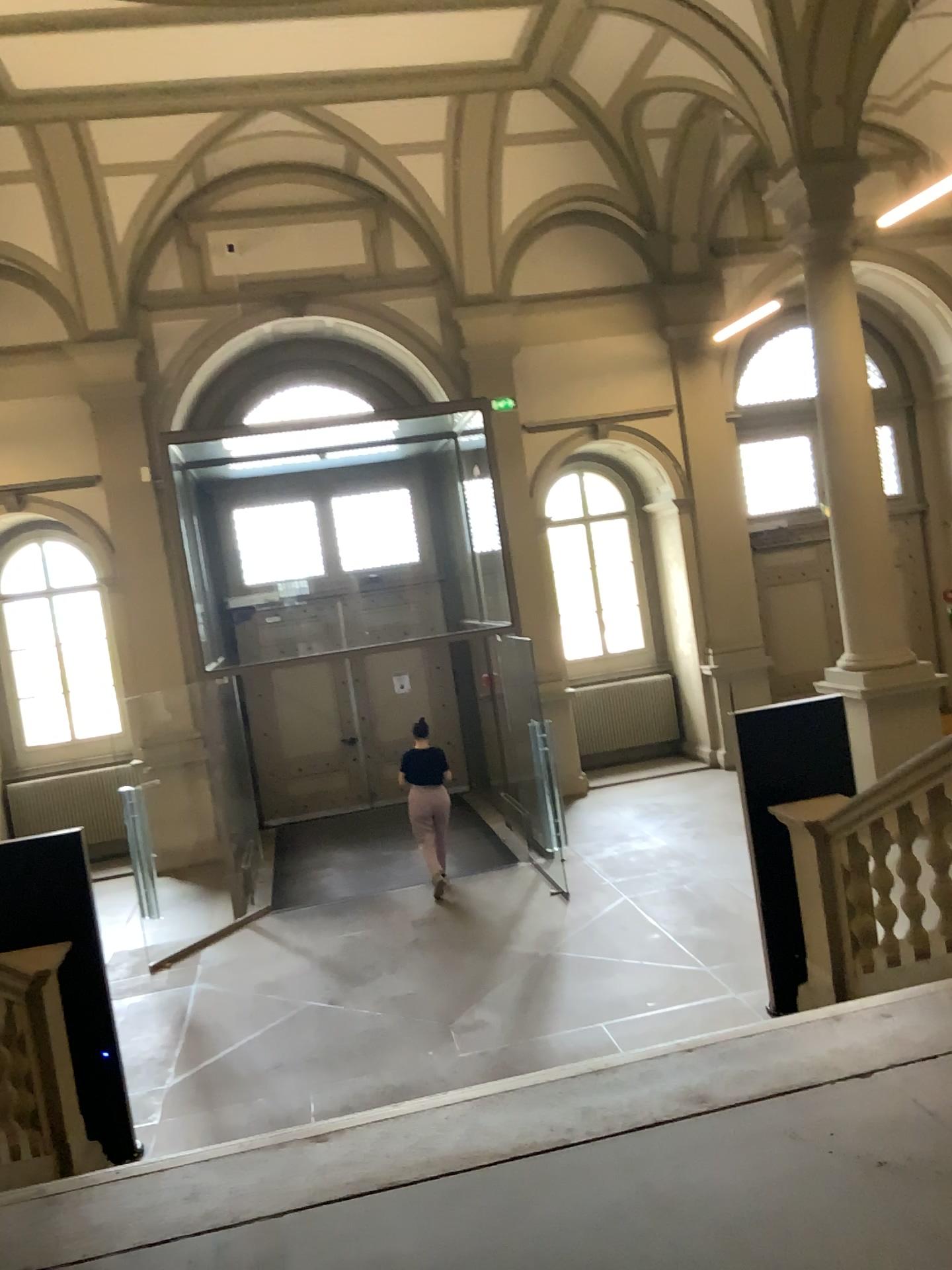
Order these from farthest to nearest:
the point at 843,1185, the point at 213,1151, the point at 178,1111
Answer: the point at 178,1111 < the point at 213,1151 < the point at 843,1185
